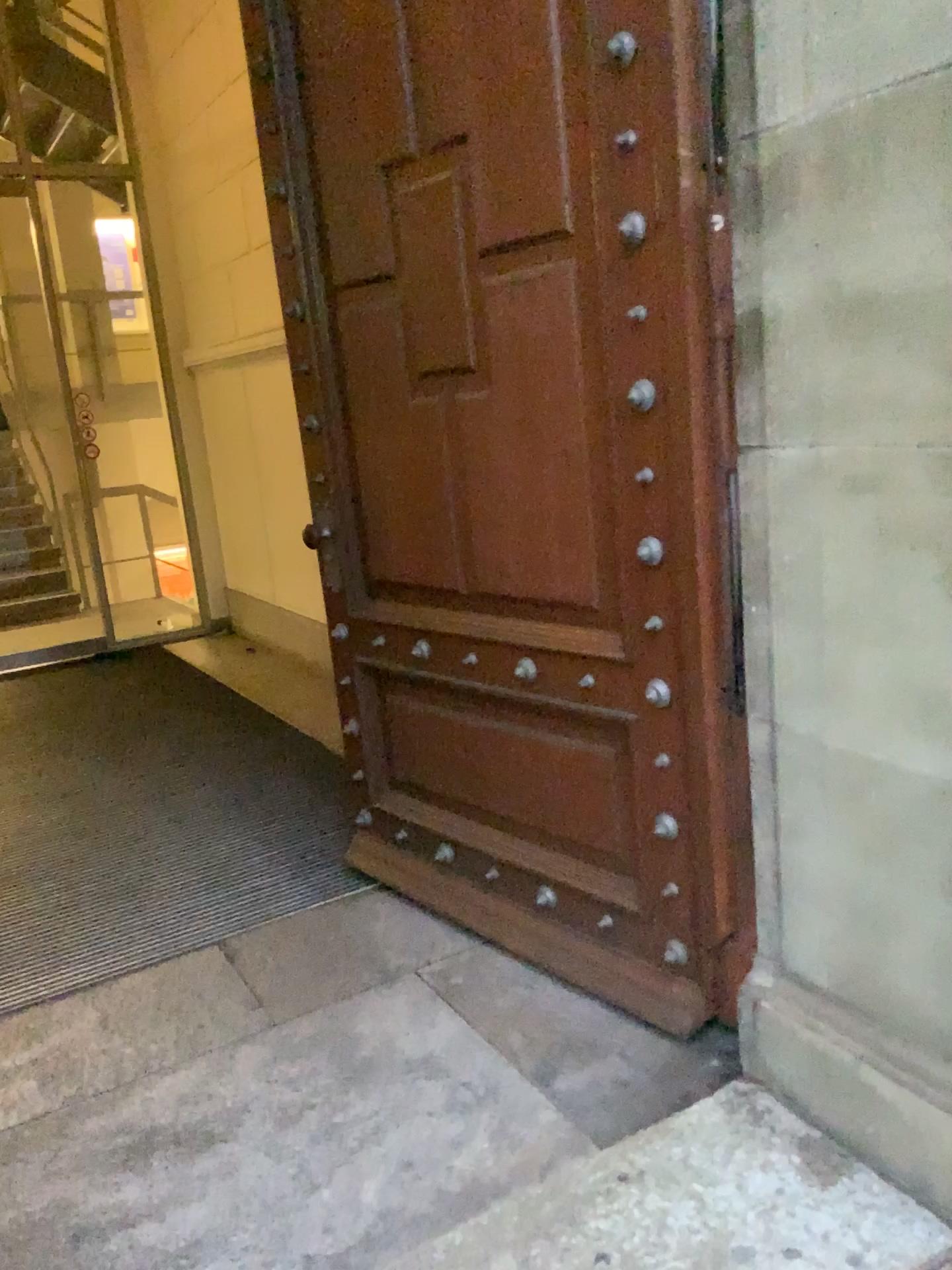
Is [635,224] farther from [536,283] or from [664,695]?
[664,695]

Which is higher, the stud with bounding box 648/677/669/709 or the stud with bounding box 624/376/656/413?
the stud with bounding box 624/376/656/413

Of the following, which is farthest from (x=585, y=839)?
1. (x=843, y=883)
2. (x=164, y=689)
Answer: (x=164, y=689)

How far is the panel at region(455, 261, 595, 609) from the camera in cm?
220

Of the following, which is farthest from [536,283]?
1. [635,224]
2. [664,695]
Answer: [664,695]

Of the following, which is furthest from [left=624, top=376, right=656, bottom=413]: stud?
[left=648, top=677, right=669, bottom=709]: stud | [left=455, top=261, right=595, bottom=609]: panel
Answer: [left=648, top=677, right=669, bottom=709]: stud

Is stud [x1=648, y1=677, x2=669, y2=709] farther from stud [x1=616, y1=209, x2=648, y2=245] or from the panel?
stud [x1=616, y1=209, x2=648, y2=245]

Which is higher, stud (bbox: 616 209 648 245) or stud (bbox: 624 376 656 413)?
stud (bbox: 616 209 648 245)

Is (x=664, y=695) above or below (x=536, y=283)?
below
